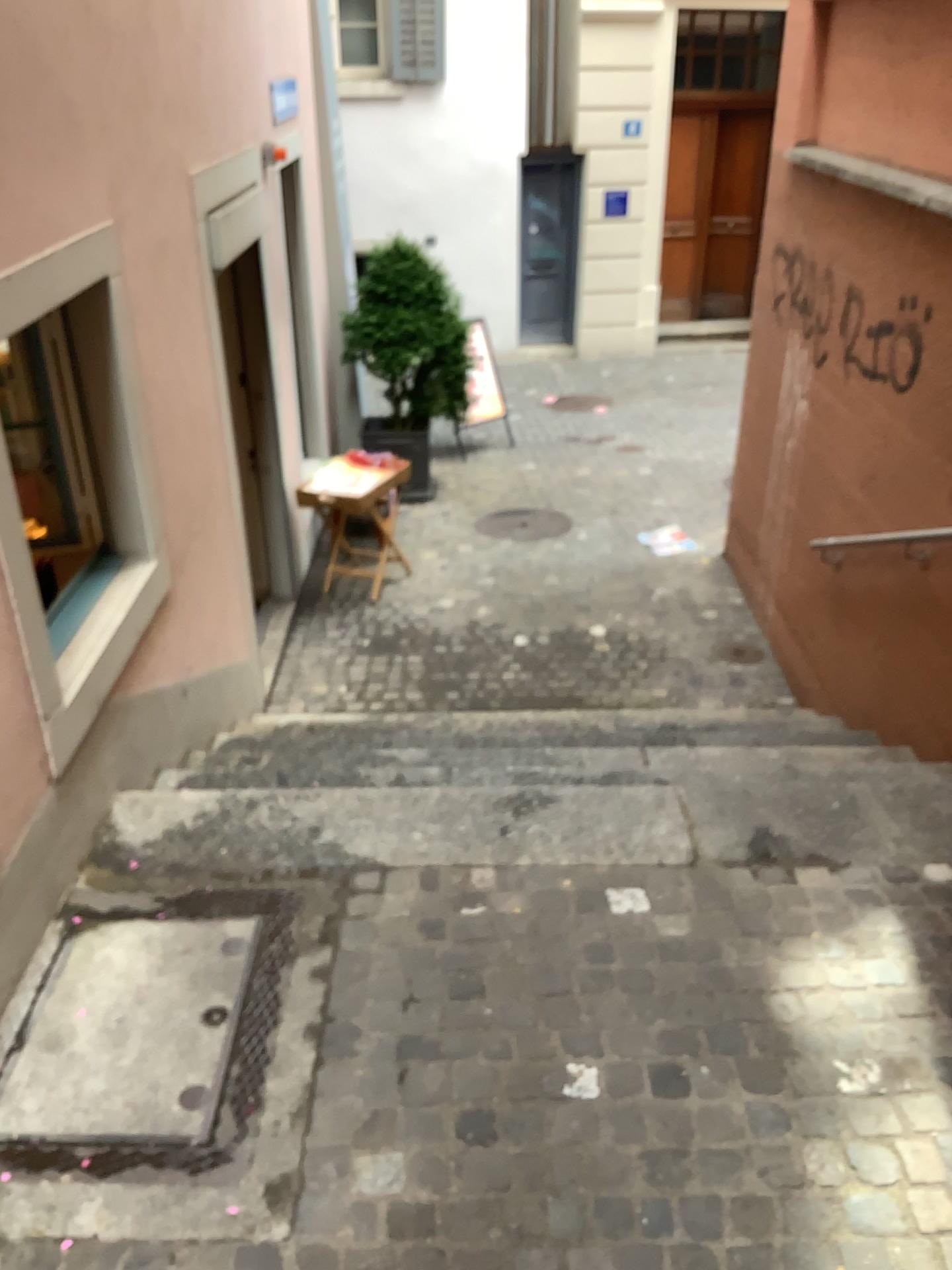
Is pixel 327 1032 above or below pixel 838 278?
below
